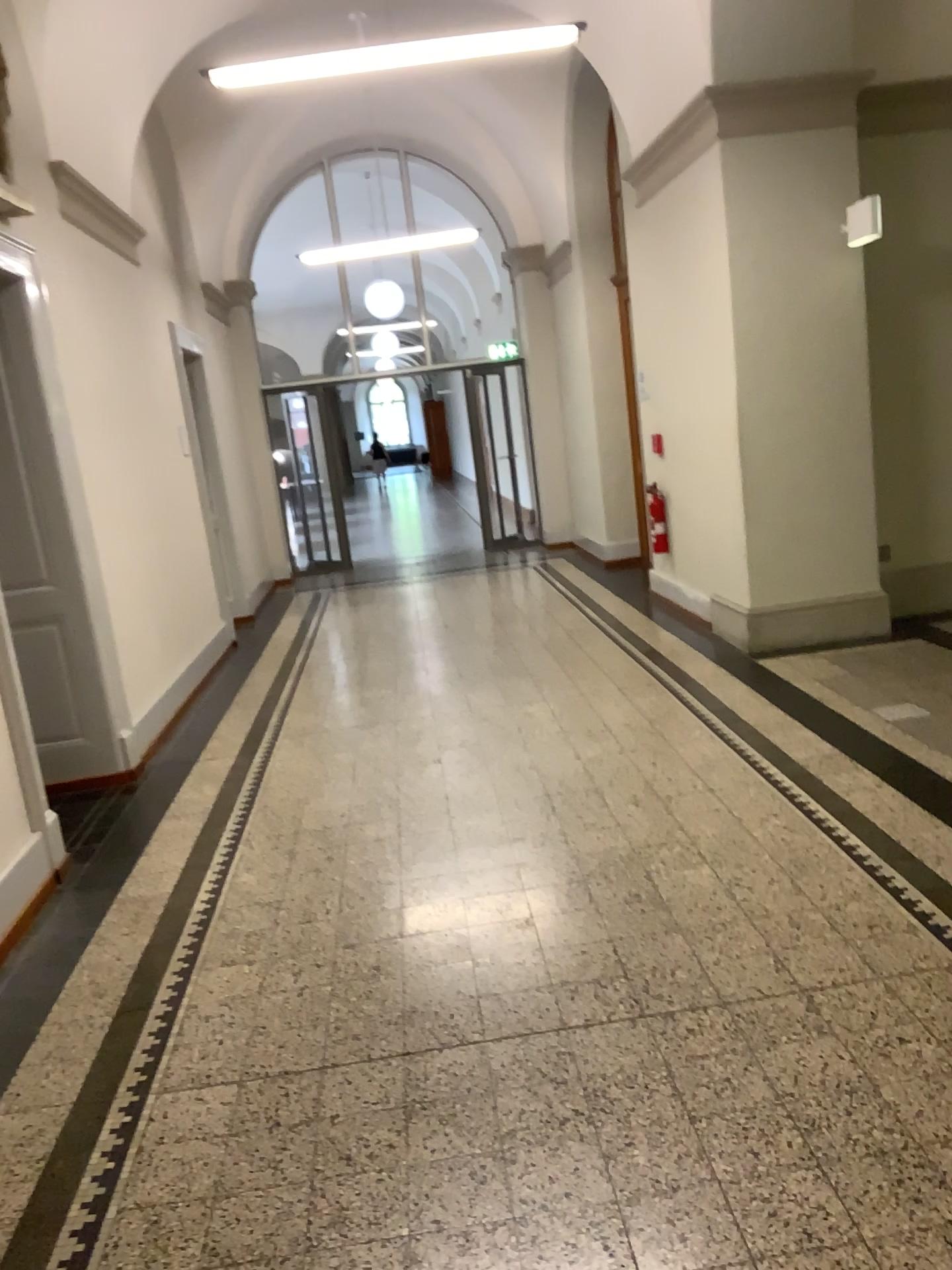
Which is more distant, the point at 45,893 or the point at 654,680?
the point at 654,680
